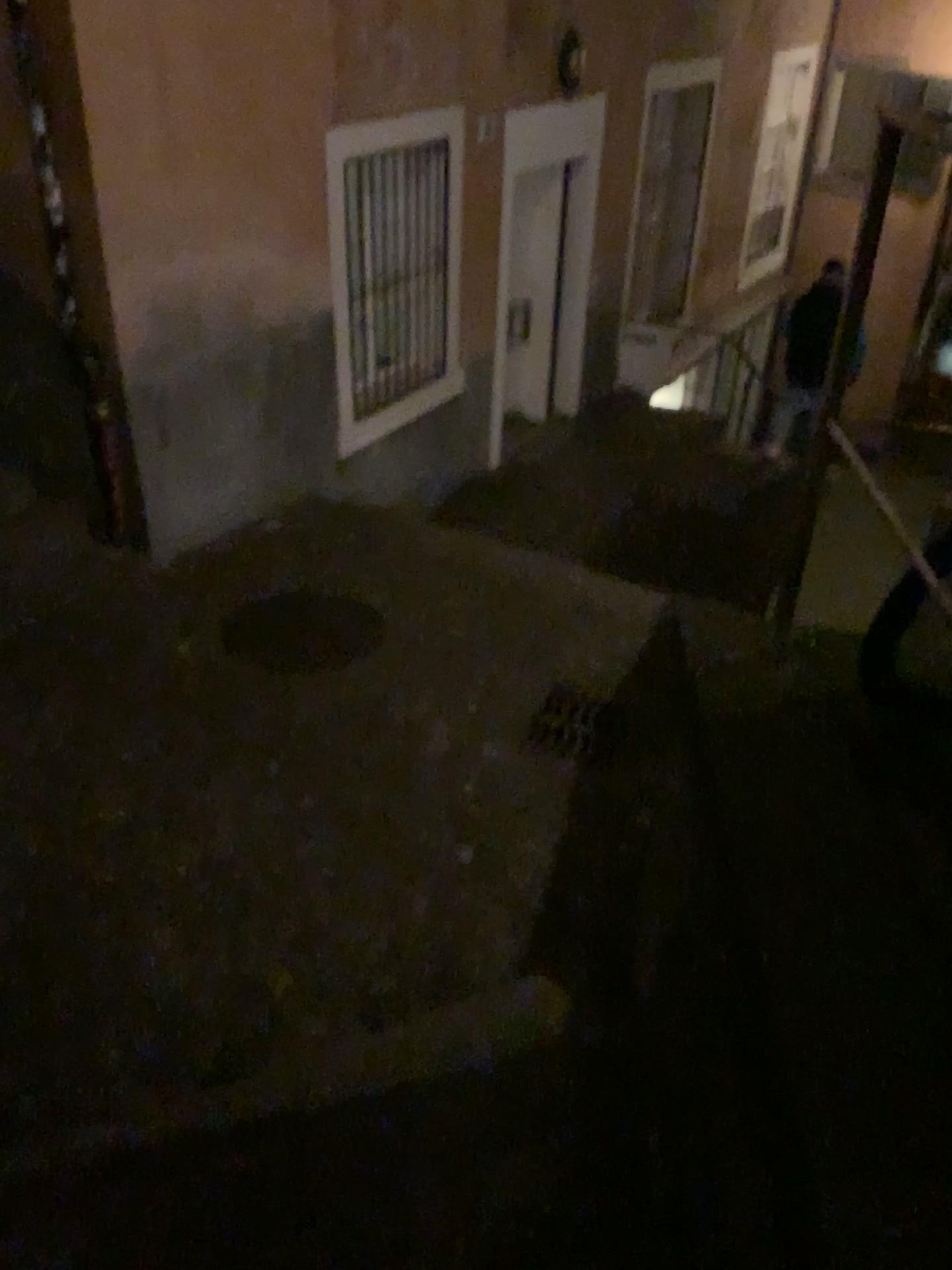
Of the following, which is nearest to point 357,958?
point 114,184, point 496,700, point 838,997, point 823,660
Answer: point 496,700

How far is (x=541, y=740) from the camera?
4.2 meters

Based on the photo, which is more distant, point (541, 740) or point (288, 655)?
point (288, 655)

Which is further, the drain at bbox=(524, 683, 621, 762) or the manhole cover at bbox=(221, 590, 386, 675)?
the manhole cover at bbox=(221, 590, 386, 675)

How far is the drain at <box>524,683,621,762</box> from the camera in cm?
425
